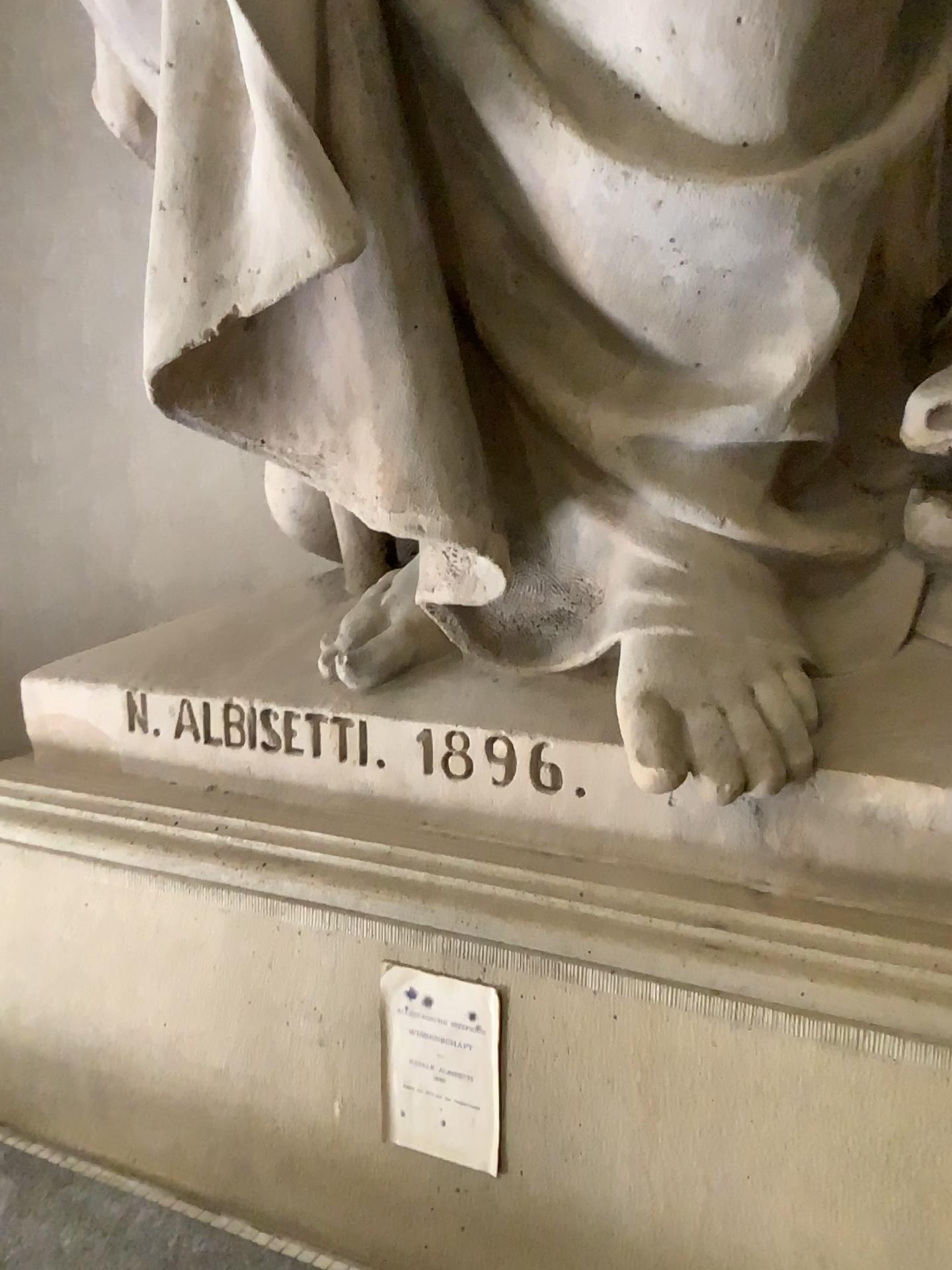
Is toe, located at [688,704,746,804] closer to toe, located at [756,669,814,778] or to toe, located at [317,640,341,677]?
toe, located at [756,669,814,778]

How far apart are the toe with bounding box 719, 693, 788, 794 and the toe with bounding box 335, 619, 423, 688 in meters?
0.4 m

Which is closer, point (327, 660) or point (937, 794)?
point (937, 794)

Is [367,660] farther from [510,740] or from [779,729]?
[779,729]

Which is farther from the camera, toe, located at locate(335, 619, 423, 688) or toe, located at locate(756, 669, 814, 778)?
toe, located at locate(335, 619, 423, 688)

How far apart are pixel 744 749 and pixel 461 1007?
0.4m

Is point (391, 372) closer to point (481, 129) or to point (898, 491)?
point (481, 129)

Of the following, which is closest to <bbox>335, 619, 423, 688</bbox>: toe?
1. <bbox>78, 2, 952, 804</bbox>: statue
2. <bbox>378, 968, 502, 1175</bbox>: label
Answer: <bbox>78, 2, 952, 804</bbox>: statue

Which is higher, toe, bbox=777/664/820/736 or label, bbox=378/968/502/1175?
toe, bbox=777/664/820/736

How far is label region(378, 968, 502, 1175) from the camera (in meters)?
1.12
